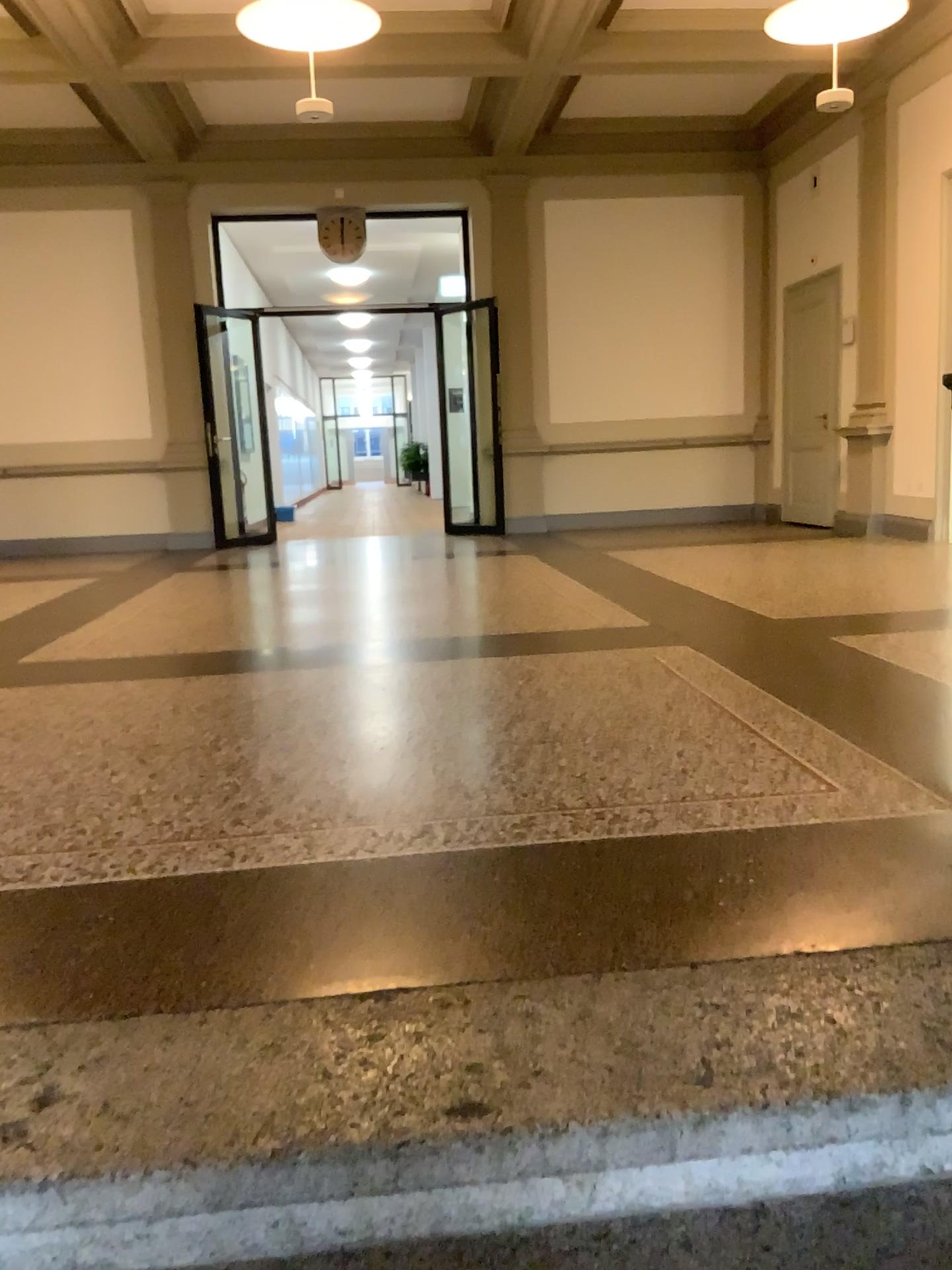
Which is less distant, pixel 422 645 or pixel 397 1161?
pixel 397 1161
